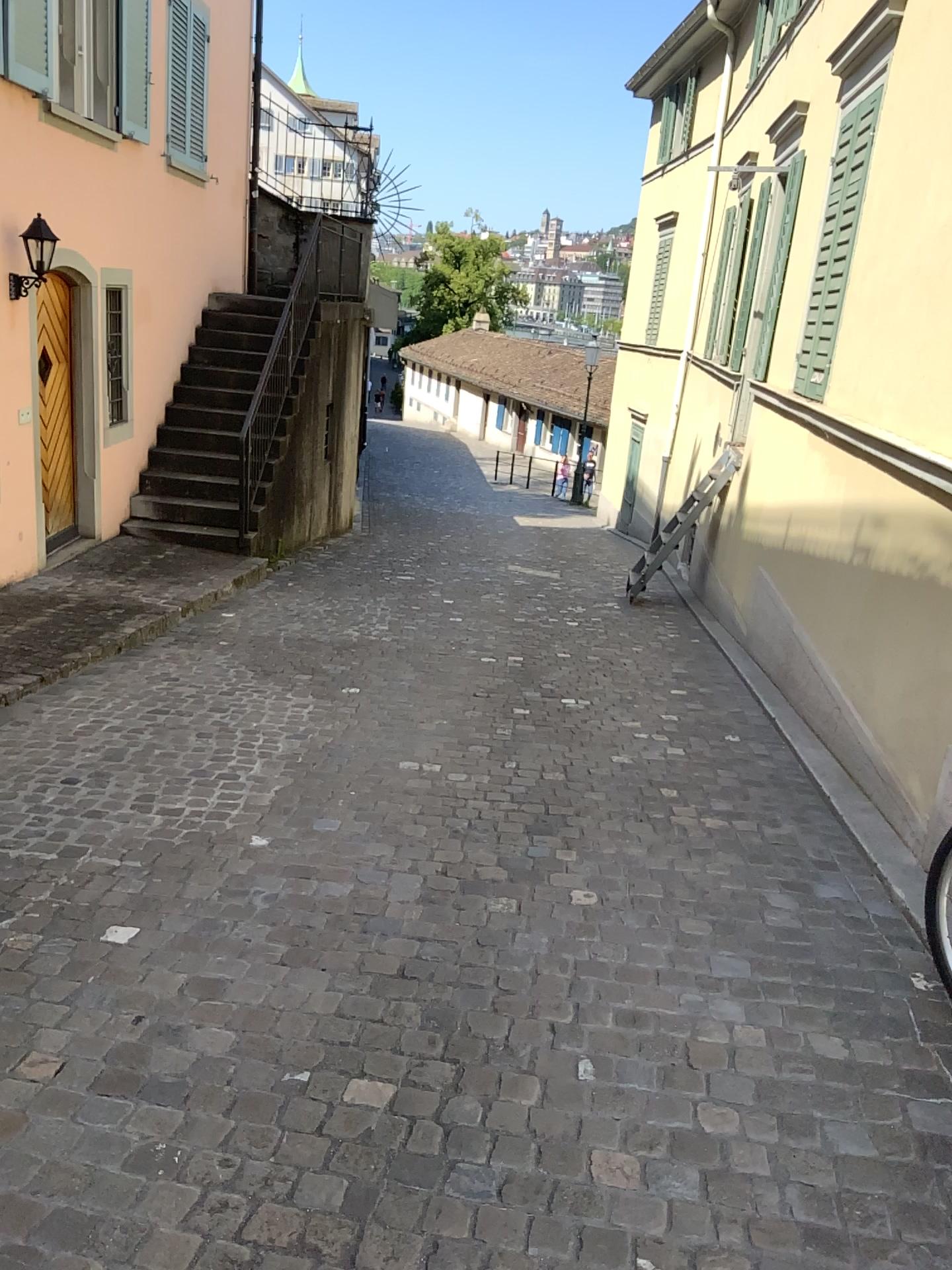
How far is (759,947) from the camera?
3.0m
